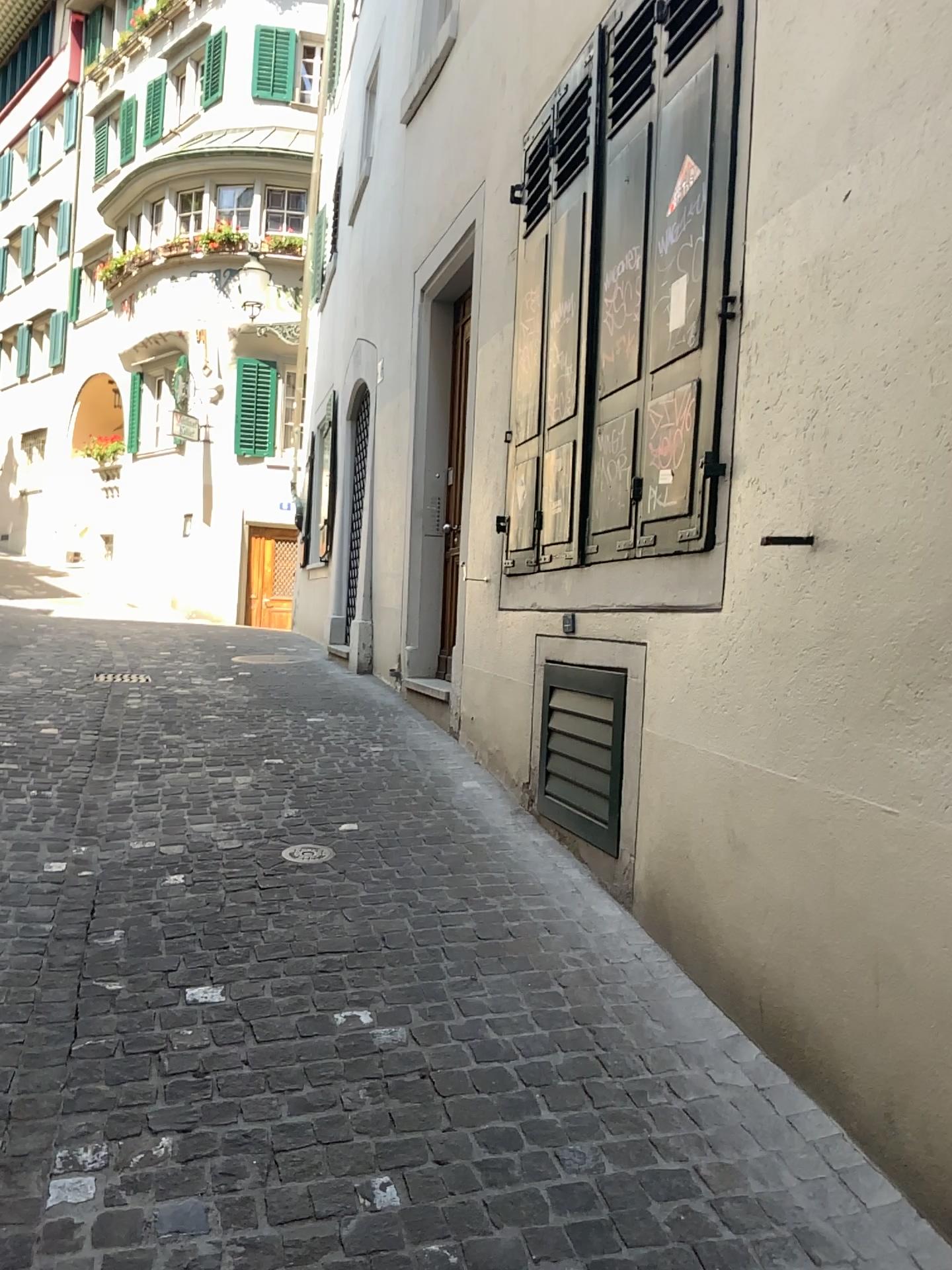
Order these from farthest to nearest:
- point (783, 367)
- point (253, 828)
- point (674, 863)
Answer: point (253, 828) → point (674, 863) → point (783, 367)
